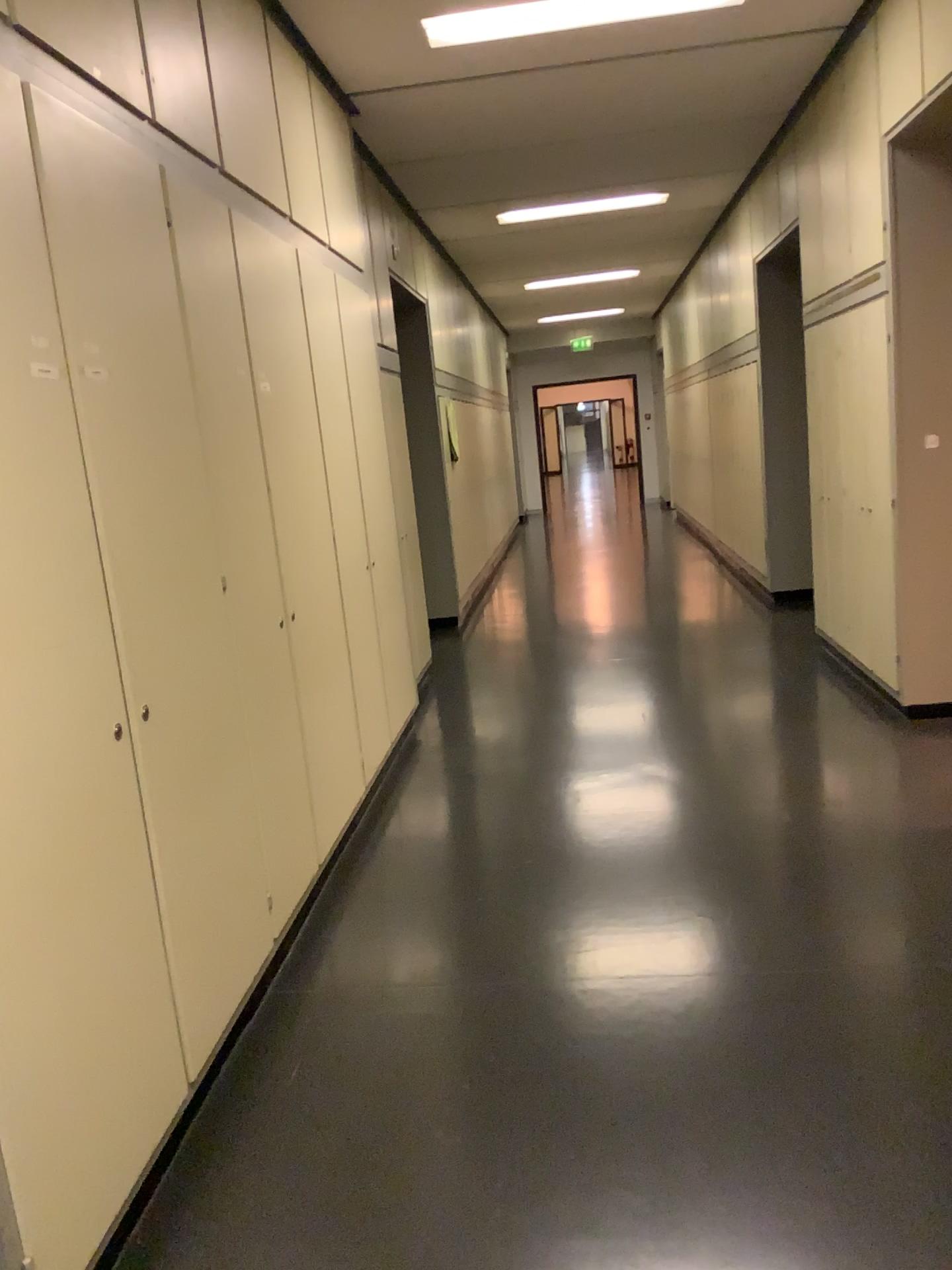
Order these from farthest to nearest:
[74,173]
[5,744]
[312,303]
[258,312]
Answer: [312,303]
[258,312]
[74,173]
[5,744]

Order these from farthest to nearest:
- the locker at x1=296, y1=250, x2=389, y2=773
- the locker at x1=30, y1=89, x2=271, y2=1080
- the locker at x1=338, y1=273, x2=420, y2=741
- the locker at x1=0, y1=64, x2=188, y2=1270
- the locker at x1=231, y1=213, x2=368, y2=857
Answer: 1. the locker at x1=338, y1=273, x2=420, y2=741
2. the locker at x1=296, y1=250, x2=389, y2=773
3. the locker at x1=231, y1=213, x2=368, y2=857
4. the locker at x1=30, y1=89, x2=271, y2=1080
5. the locker at x1=0, y1=64, x2=188, y2=1270

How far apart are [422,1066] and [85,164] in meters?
2.1 m

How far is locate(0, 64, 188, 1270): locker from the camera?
1.6m

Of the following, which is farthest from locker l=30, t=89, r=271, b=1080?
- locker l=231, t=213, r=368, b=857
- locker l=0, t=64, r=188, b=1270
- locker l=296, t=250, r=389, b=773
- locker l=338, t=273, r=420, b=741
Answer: locker l=338, t=273, r=420, b=741

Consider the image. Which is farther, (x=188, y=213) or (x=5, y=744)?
(x=188, y=213)

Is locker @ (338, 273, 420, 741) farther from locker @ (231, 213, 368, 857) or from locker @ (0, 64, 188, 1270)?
locker @ (0, 64, 188, 1270)

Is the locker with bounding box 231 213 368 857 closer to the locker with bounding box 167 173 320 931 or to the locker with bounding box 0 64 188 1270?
the locker with bounding box 167 173 320 931

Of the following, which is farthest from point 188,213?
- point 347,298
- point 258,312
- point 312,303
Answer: point 347,298

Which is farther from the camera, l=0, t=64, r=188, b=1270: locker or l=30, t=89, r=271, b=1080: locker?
l=30, t=89, r=271, b=1080: locker
